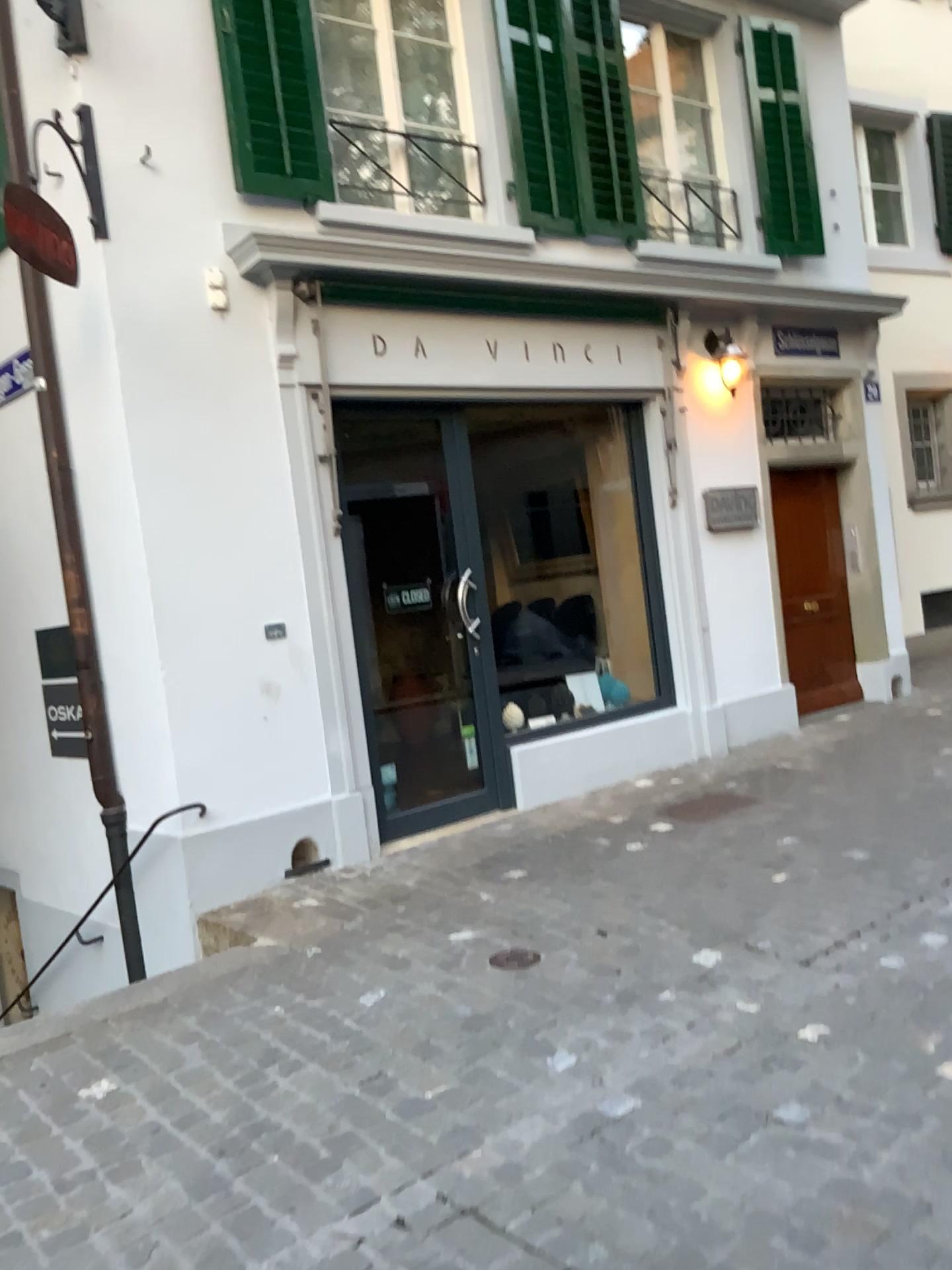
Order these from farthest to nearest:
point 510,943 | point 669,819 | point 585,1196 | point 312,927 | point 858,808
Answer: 1. point 669,819
2. point 858,808
3. point 312,927
4. point 510,943
5. point 585,1196
